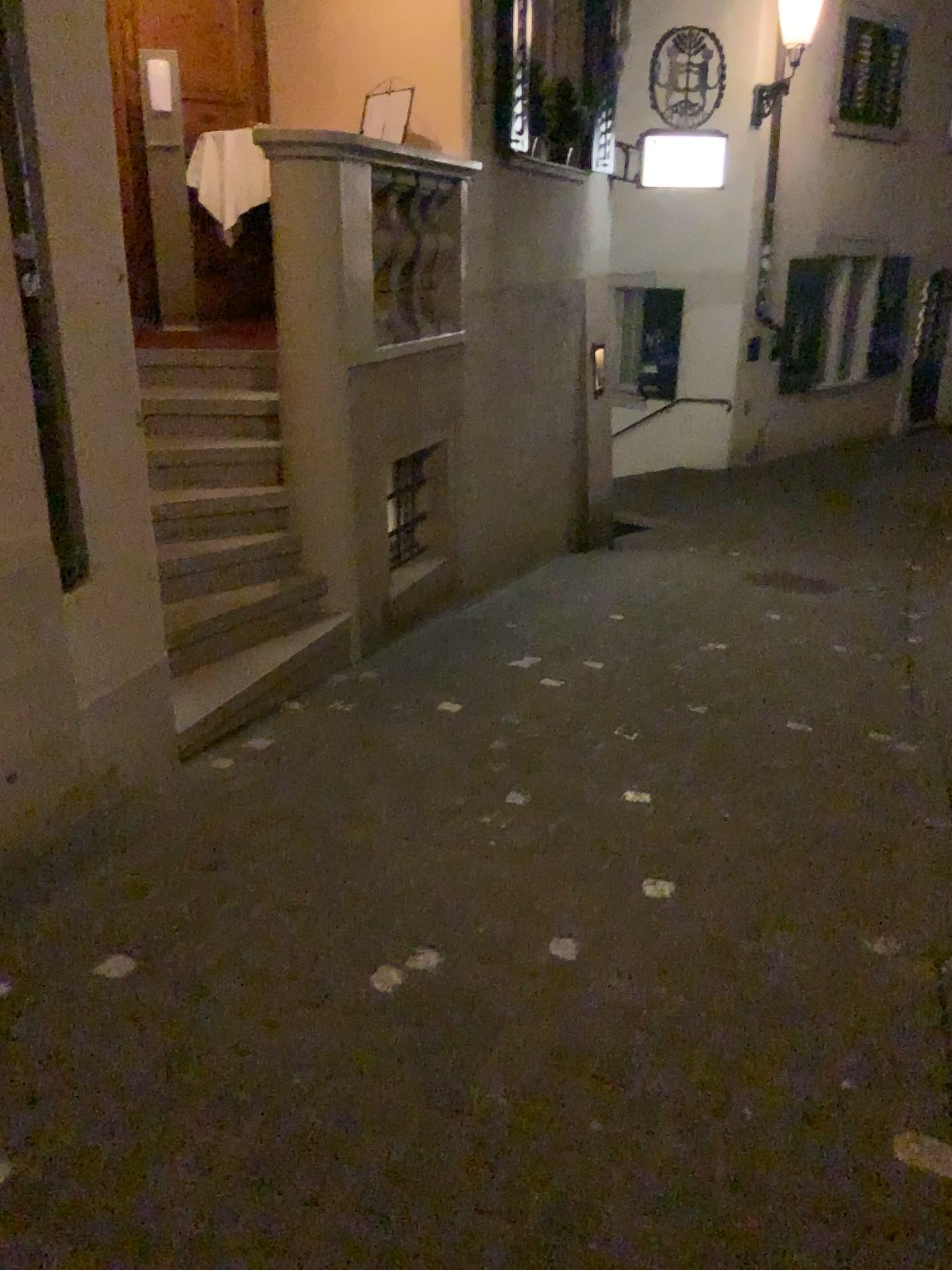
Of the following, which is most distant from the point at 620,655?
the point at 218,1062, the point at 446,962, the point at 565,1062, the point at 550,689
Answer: the point at 218,1062
